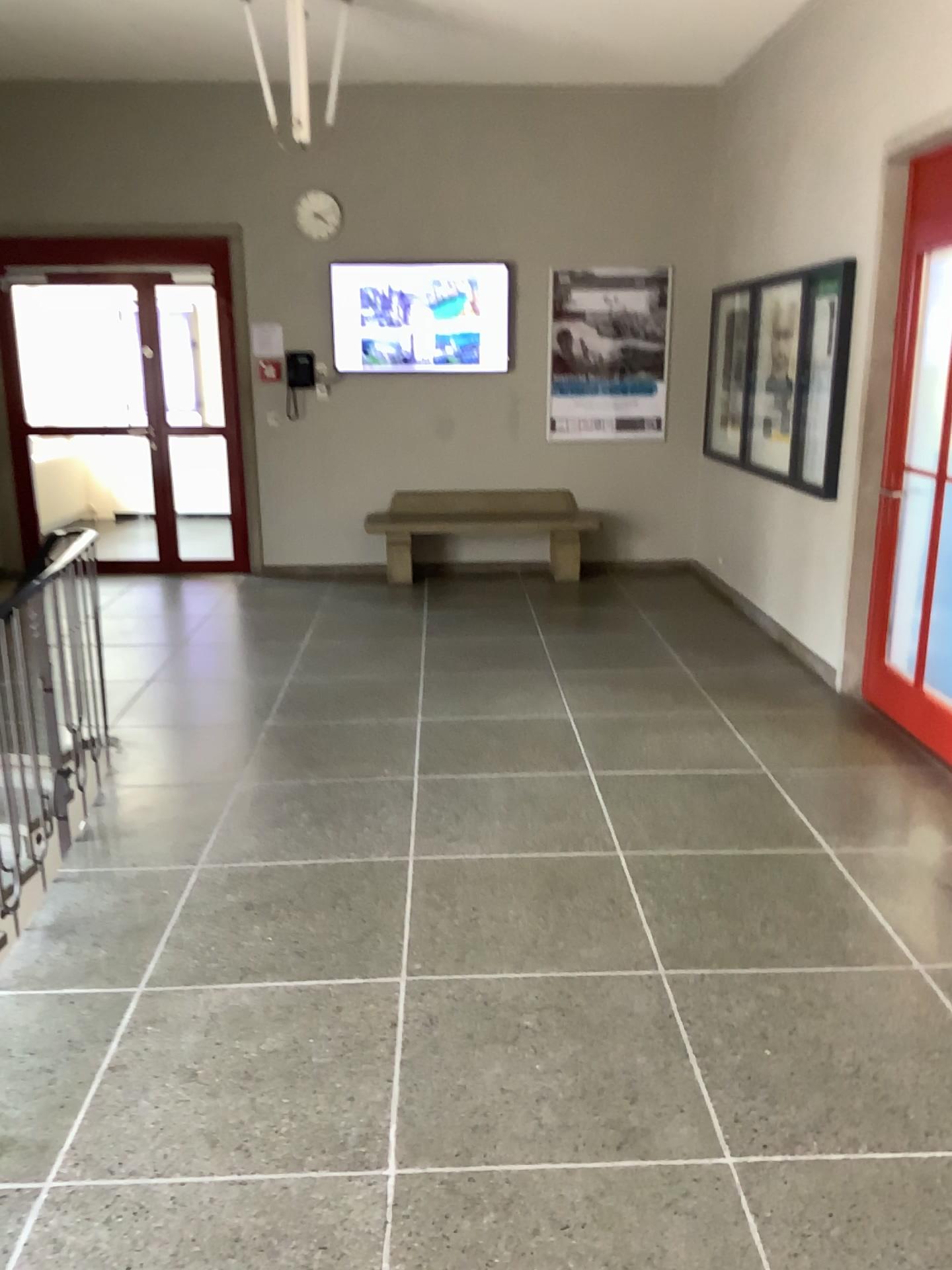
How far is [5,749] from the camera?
3.10m

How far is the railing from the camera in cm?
310

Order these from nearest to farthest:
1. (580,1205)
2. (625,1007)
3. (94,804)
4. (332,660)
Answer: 1. (580,1205)
2. (625,1007)
3. (94,804)
4. (332,660)
